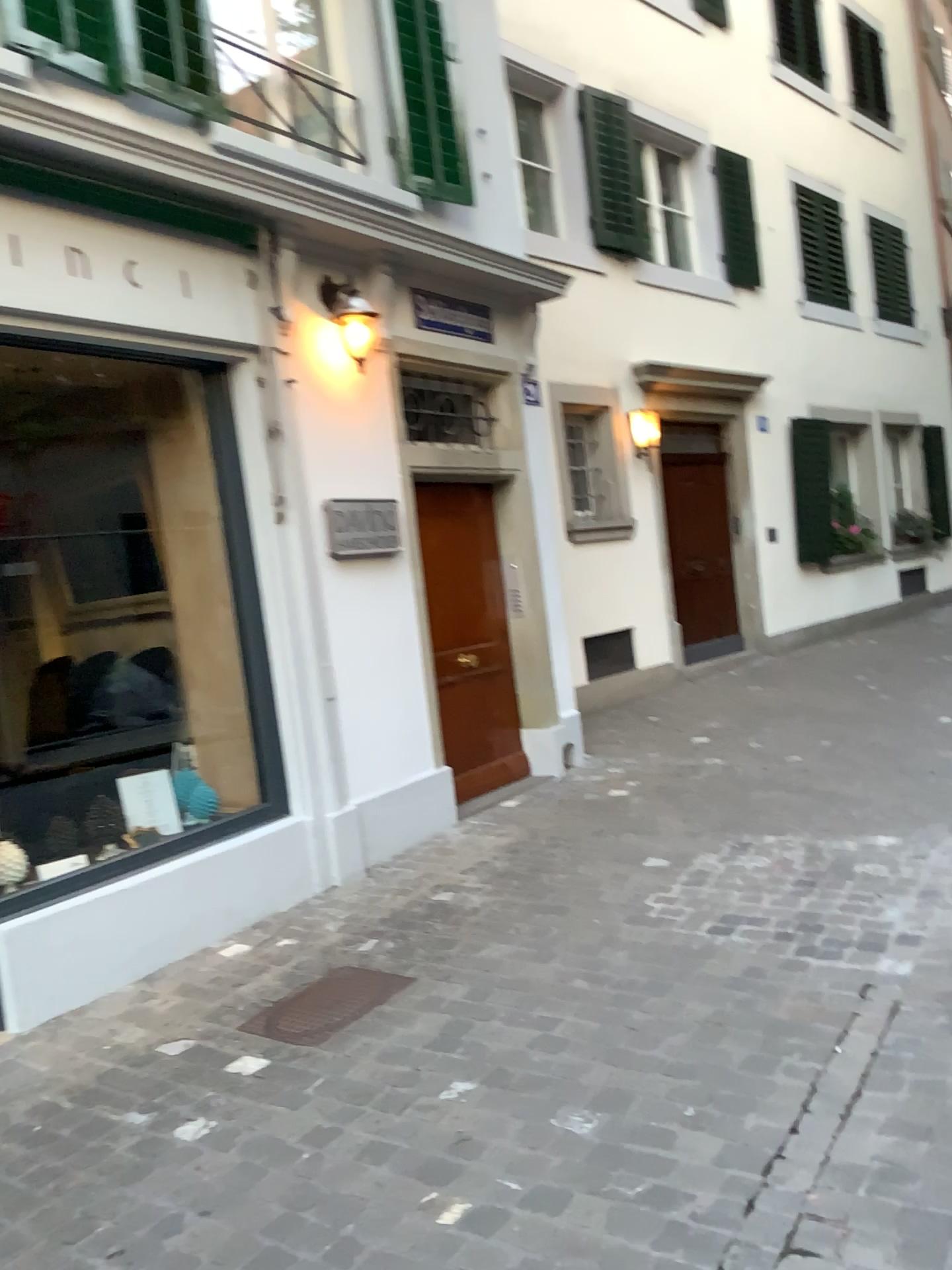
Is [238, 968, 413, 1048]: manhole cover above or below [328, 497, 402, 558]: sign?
below

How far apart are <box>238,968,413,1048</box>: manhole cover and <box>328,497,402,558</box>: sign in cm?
202

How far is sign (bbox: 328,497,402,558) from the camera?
5.0m

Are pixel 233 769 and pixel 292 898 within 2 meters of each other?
yes

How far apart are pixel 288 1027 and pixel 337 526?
2.42m

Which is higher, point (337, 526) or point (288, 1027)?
point (337, 526)

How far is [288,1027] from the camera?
3.3 meters

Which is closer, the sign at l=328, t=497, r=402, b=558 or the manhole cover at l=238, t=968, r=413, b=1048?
the manhole cover at l=238, t=968, r=413, b=1048

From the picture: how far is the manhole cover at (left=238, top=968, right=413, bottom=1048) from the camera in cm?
332
